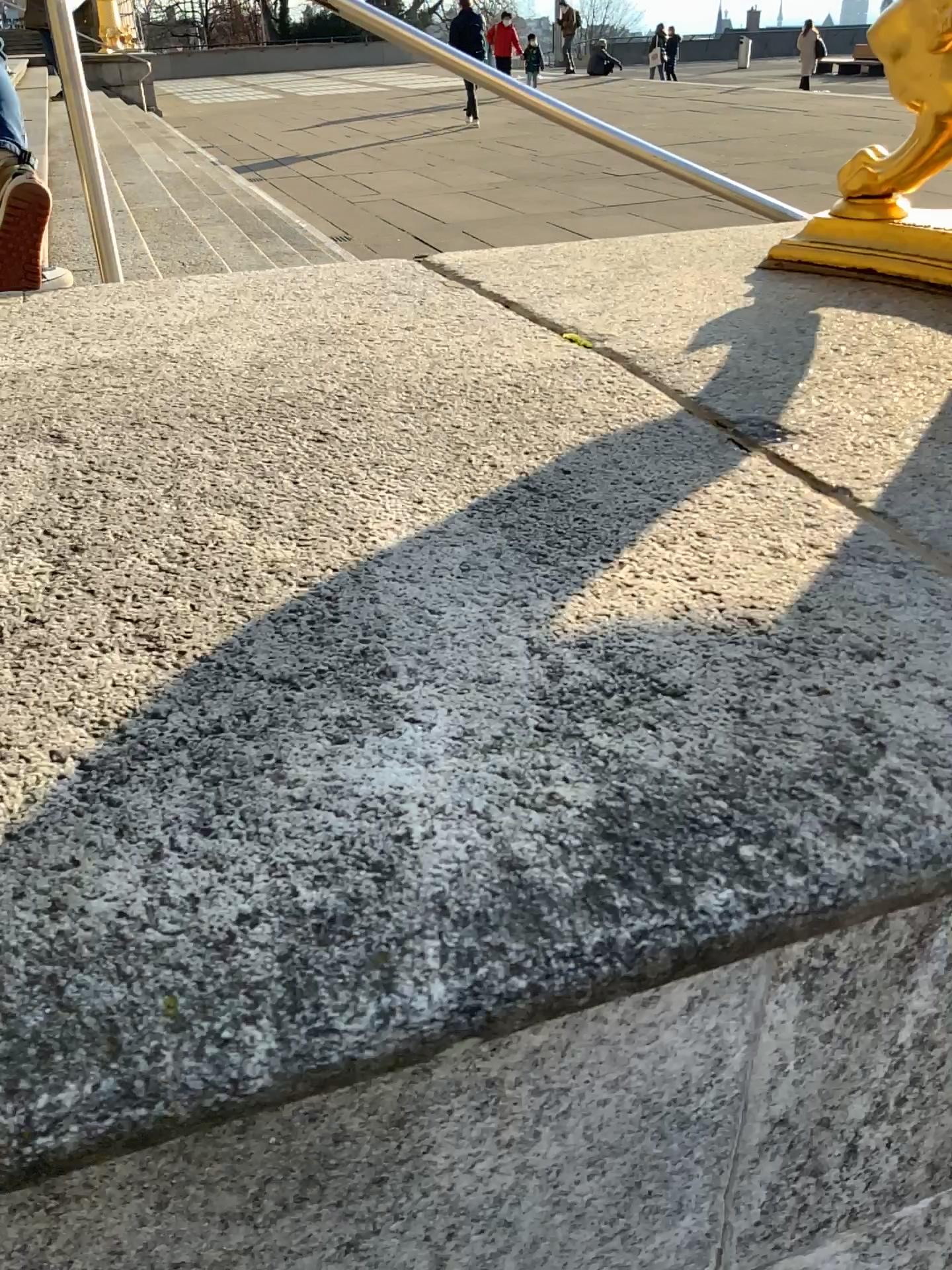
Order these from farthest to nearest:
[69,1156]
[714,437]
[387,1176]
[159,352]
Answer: [159,352]
[714,437]
[387,1176]
[69,1156]
